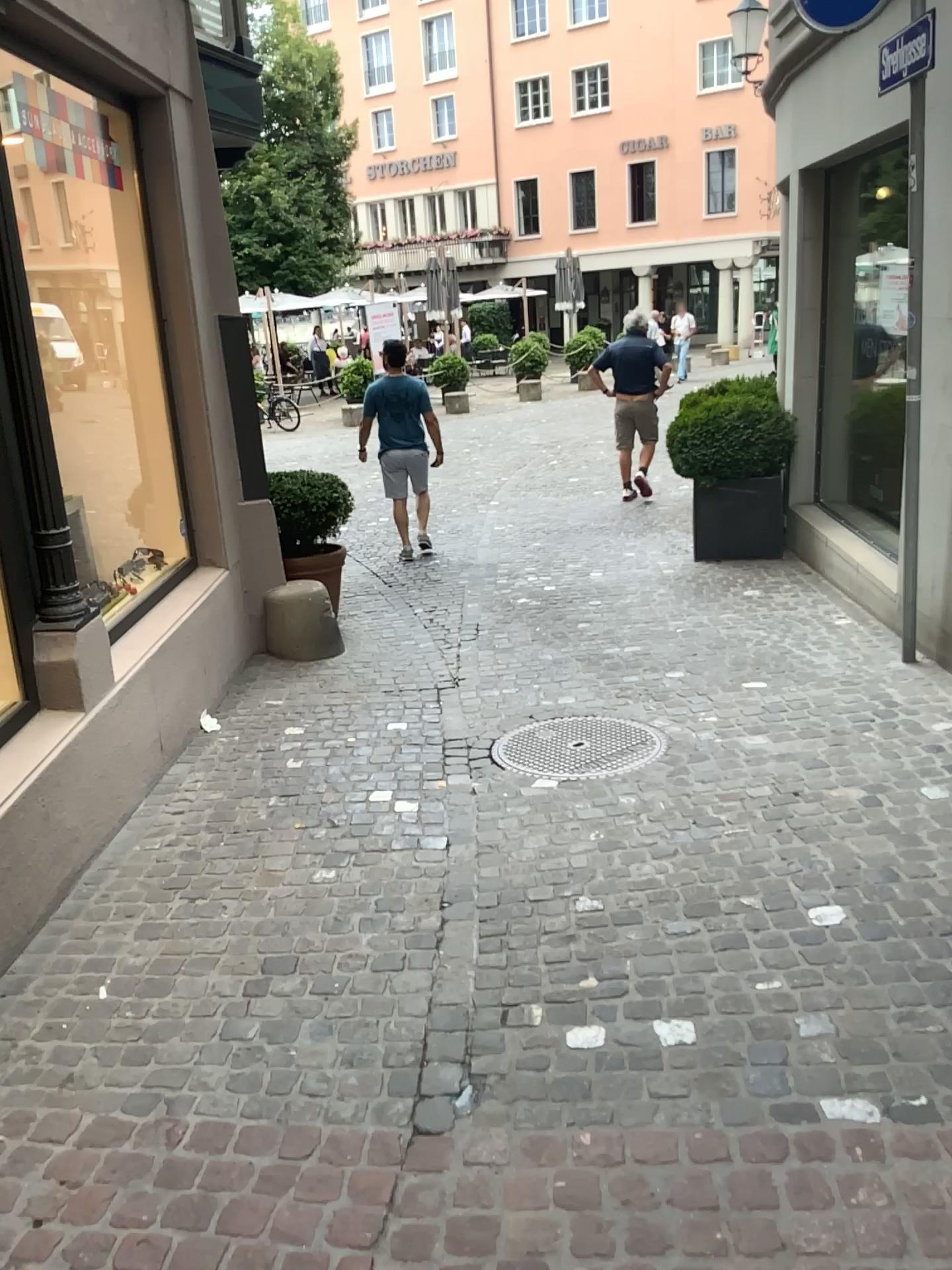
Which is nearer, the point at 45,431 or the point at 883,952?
the point at 883,952
